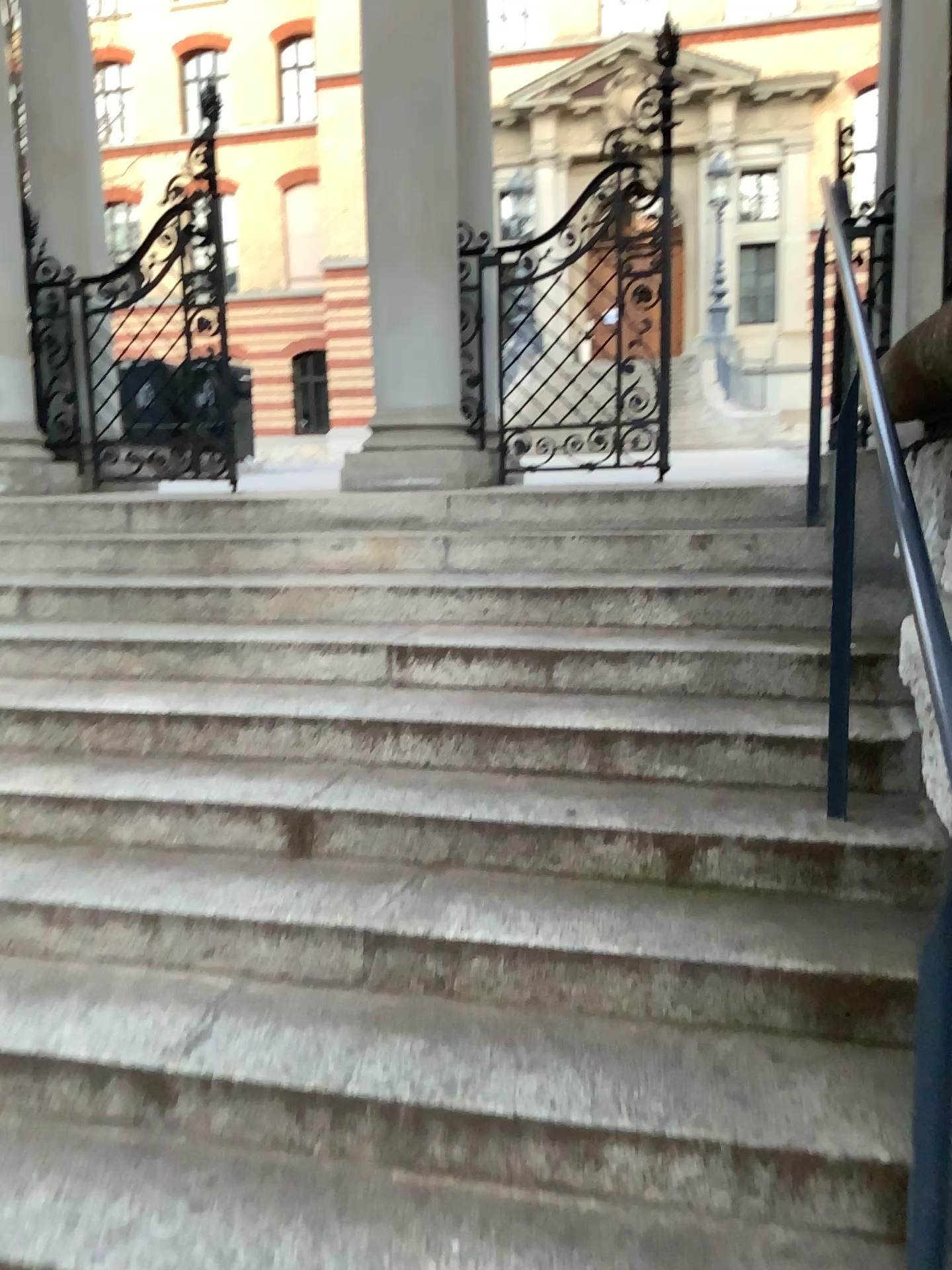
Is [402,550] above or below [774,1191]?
above

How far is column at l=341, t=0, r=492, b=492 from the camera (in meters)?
4.36

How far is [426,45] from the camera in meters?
4.4
